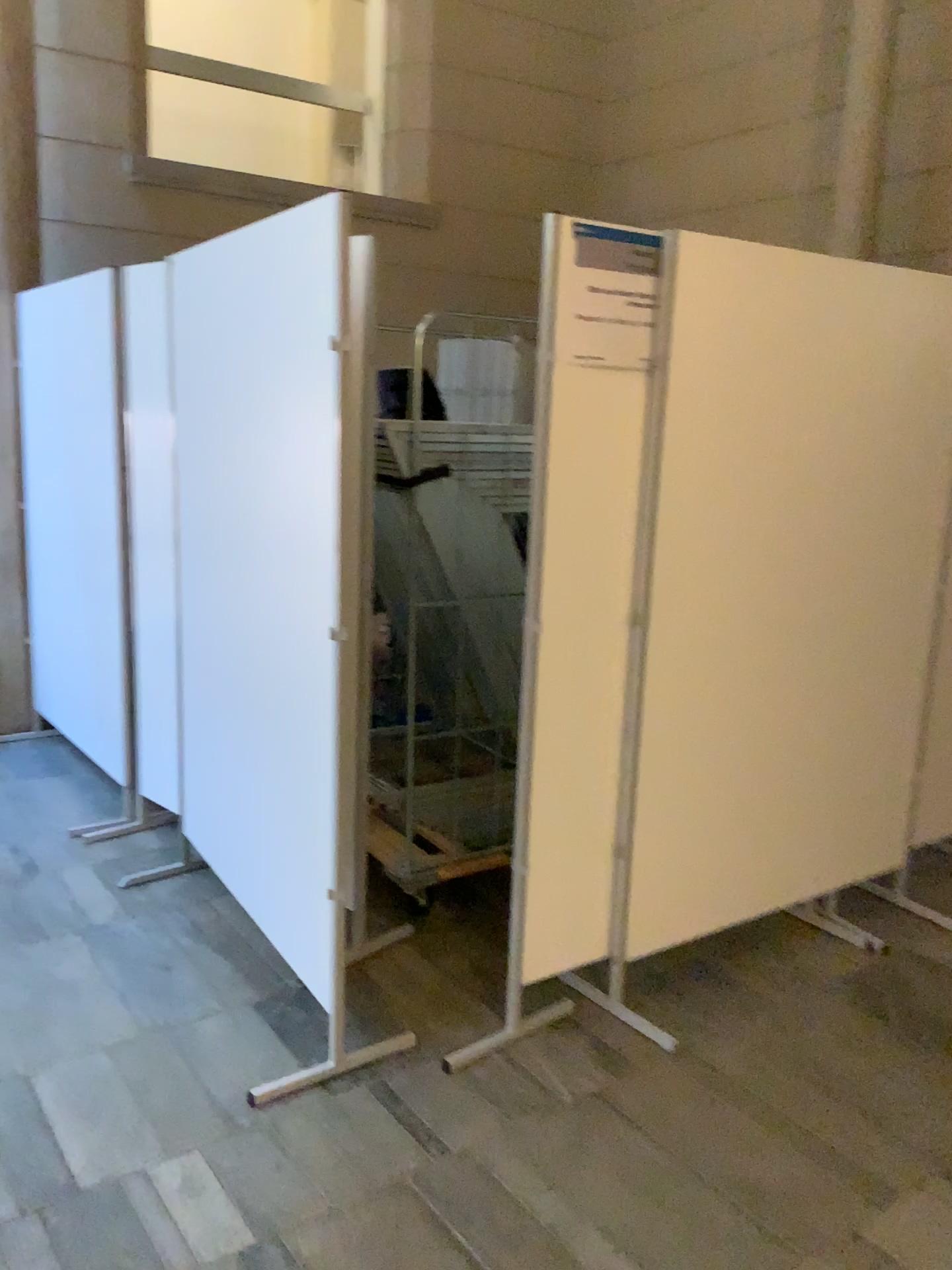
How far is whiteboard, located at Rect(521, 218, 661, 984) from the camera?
2.4 meters

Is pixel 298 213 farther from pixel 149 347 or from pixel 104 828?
pixel 104 828

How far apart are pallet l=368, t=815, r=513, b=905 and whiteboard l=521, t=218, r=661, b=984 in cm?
63

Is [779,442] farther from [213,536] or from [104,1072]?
[104,1072]

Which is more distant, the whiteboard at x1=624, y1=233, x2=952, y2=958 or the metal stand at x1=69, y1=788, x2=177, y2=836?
the metal stand at x1=69, y1=788, x2=177, y2=836

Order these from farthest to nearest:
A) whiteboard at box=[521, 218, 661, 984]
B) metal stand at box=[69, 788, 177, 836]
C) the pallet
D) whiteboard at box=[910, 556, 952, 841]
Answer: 1. metal stand at box=[69, 788, 177, 836]
2. whiteboard at box=[910, 556, 952, 841]
3. the pallet
4. whiteboard at box=[521, 218, 661, 984]

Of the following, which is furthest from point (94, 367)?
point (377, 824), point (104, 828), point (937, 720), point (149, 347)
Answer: point (937, 720)

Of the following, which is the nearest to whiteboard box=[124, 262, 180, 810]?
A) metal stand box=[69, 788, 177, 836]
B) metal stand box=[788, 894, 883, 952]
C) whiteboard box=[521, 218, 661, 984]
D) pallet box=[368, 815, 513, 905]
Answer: metal stand box=[69, 788, 177, 836]

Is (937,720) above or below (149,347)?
below

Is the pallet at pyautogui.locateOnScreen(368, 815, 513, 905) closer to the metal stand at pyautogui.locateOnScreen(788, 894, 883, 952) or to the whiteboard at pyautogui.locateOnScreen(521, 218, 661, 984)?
the whiteboard at pyautogui.locateOnScreen(521, 218, 661, 984)
